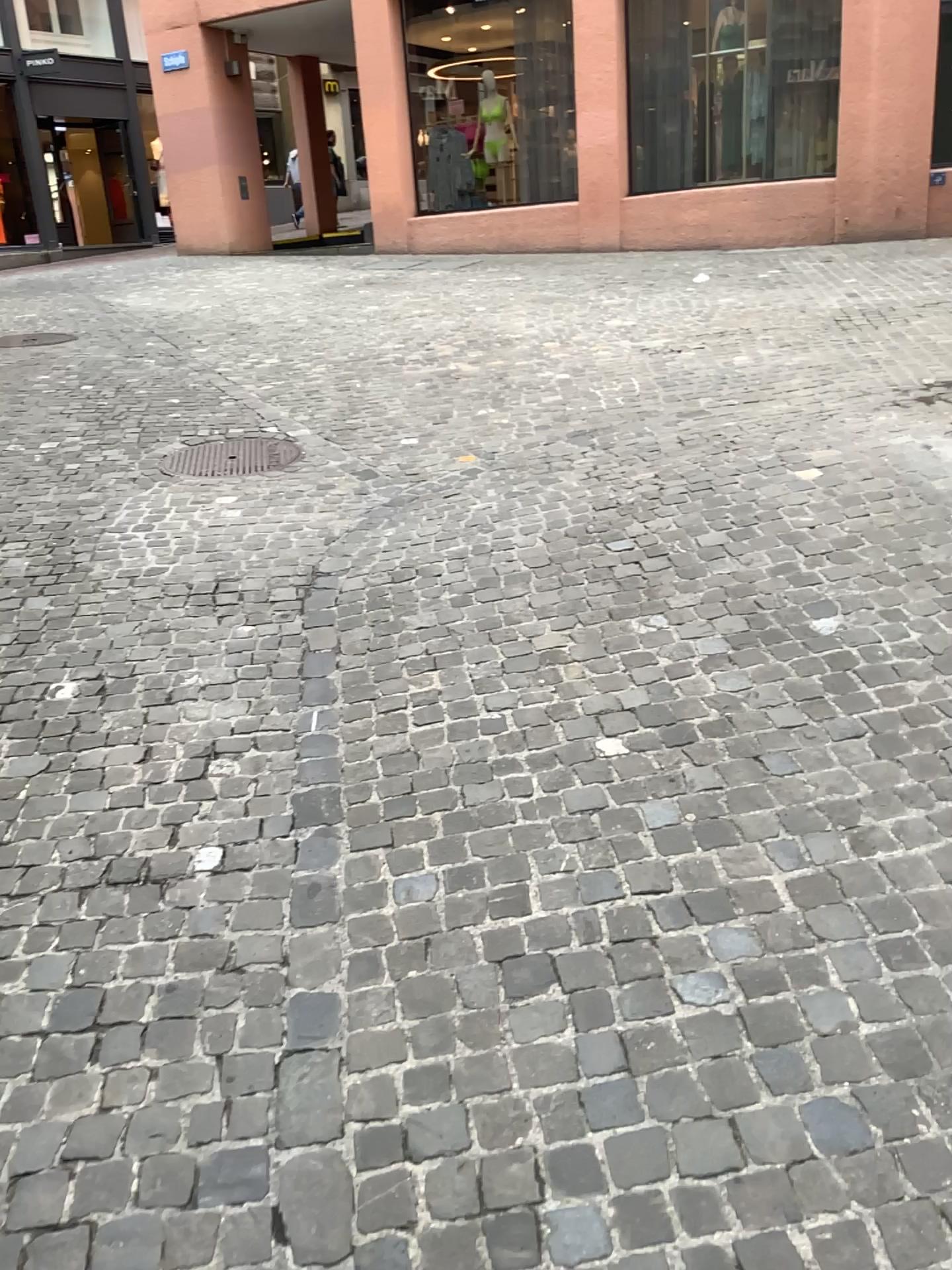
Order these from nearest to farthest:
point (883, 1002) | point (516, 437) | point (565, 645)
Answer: point (883, 1002) → point (565, 645) → point (516, 437)
